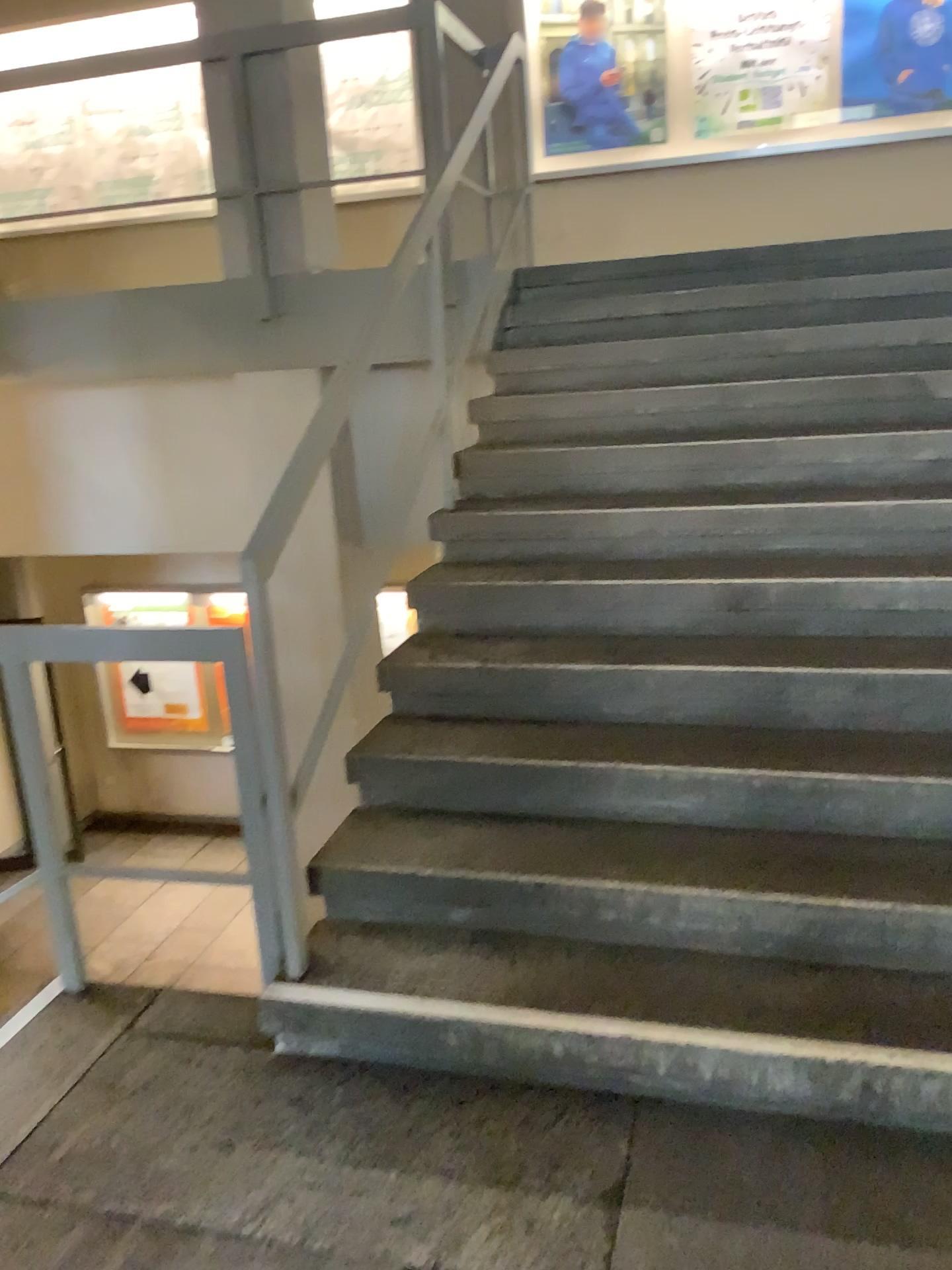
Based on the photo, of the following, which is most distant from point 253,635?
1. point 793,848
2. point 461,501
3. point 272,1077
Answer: point 461,501
